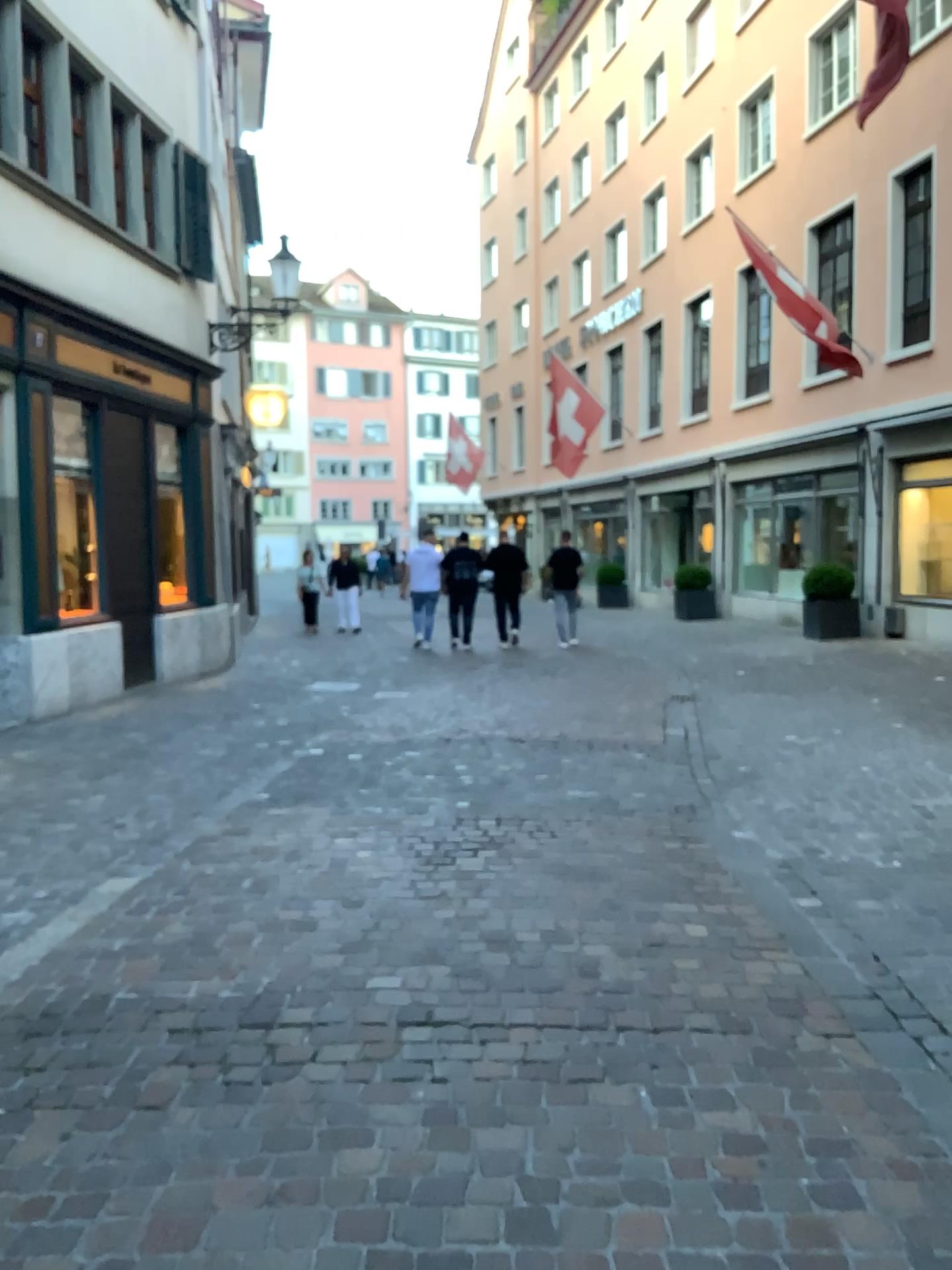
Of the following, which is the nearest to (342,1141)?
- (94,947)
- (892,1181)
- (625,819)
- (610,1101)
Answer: (610,1101)
